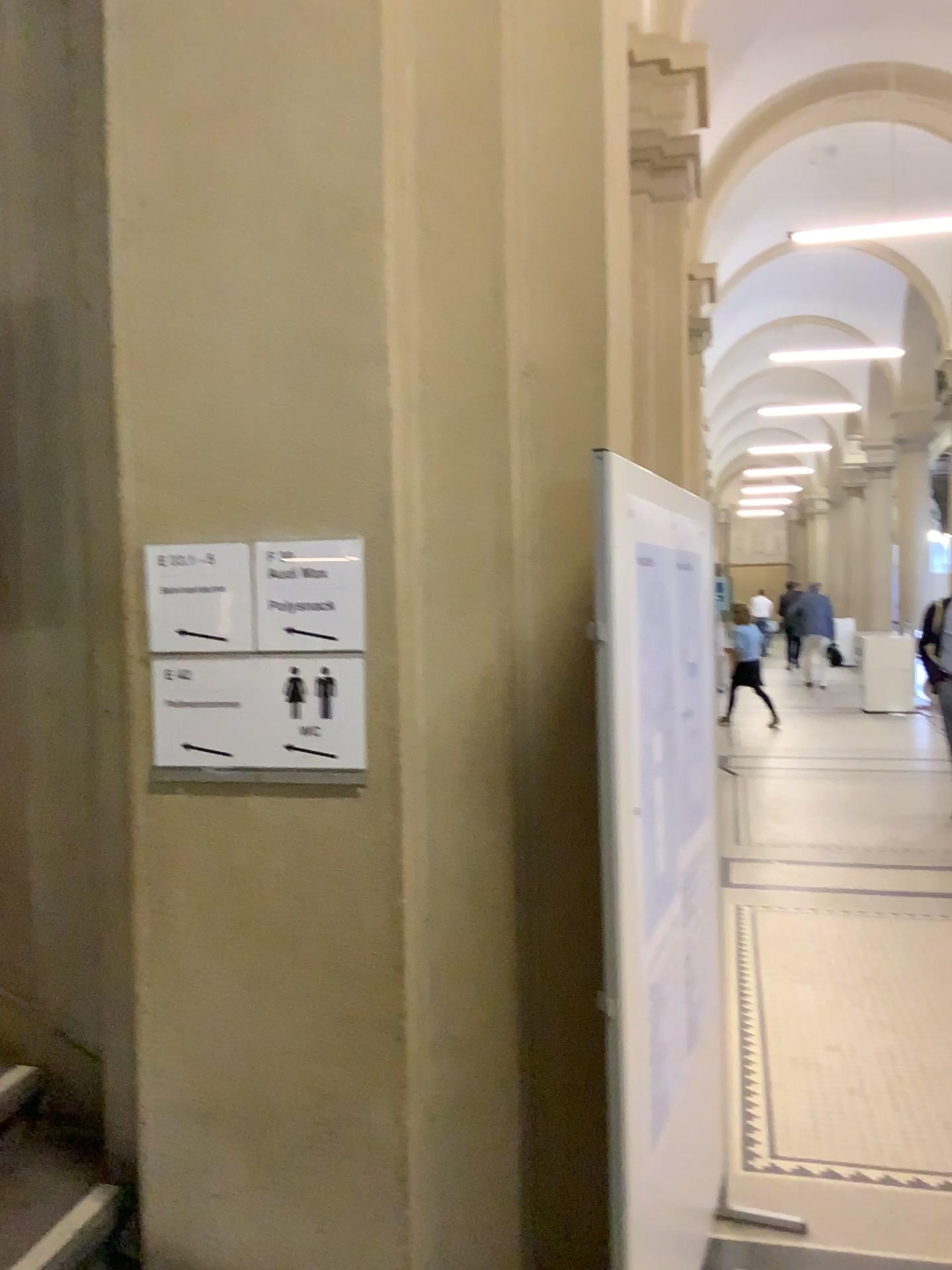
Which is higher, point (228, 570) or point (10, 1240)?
point (228, 570)

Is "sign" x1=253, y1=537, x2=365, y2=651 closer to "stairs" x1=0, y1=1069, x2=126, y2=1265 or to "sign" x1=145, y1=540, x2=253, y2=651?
"sign" x1=145, y1=540, x2=253, y2=651

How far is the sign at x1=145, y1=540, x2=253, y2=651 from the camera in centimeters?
197cm

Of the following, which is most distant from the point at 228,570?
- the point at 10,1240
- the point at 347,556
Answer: the point at 10,1240

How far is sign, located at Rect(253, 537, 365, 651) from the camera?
1.9 meters

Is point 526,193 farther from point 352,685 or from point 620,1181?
point 620,1181

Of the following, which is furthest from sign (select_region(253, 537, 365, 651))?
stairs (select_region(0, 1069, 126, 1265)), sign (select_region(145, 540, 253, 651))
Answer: stairs (select_region(0, 1069, 126, 1265))

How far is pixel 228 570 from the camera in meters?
2.0

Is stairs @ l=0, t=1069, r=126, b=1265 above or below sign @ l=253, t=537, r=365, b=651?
below
